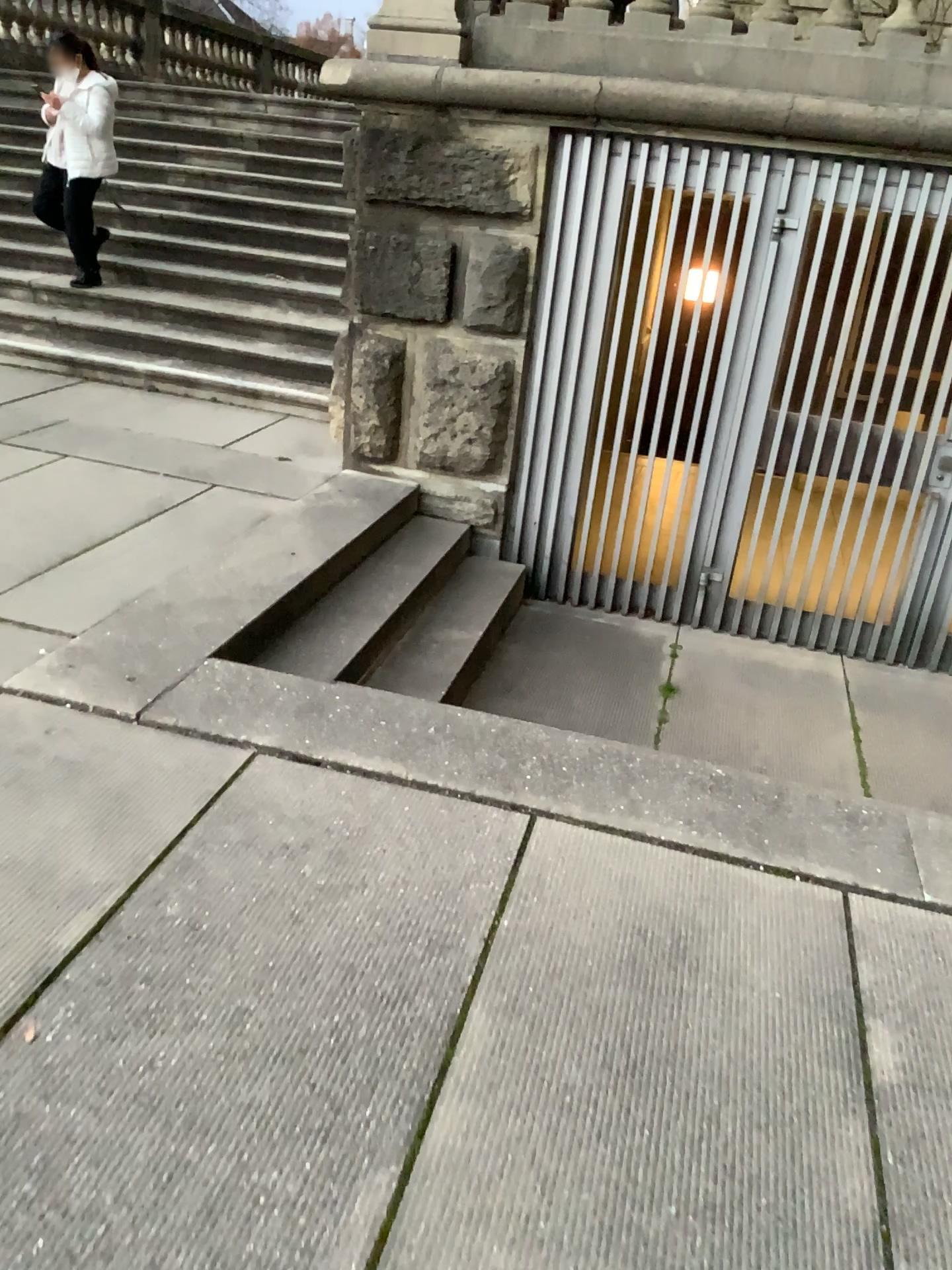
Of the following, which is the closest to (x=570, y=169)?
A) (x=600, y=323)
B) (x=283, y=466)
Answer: (x=600, y=323)

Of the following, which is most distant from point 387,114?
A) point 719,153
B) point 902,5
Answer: point 902,5

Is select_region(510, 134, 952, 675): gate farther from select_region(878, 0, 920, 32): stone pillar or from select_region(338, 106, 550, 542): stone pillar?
select_region(878, 0, 920, 32): stone pillar

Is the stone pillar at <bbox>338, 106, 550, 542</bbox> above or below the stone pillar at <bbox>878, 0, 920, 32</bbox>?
below

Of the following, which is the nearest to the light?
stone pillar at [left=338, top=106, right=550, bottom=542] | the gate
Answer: the gate

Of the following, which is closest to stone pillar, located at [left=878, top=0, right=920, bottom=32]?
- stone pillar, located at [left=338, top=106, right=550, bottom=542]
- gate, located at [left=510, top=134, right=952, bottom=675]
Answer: gate, located at [left=510, top=134, right=952, bottom=675]

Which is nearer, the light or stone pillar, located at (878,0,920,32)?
stone pillar, located at (878,0,920,32)

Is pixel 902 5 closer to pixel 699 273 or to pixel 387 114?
pixel 699 273

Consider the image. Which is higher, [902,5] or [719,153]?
[902,5]
